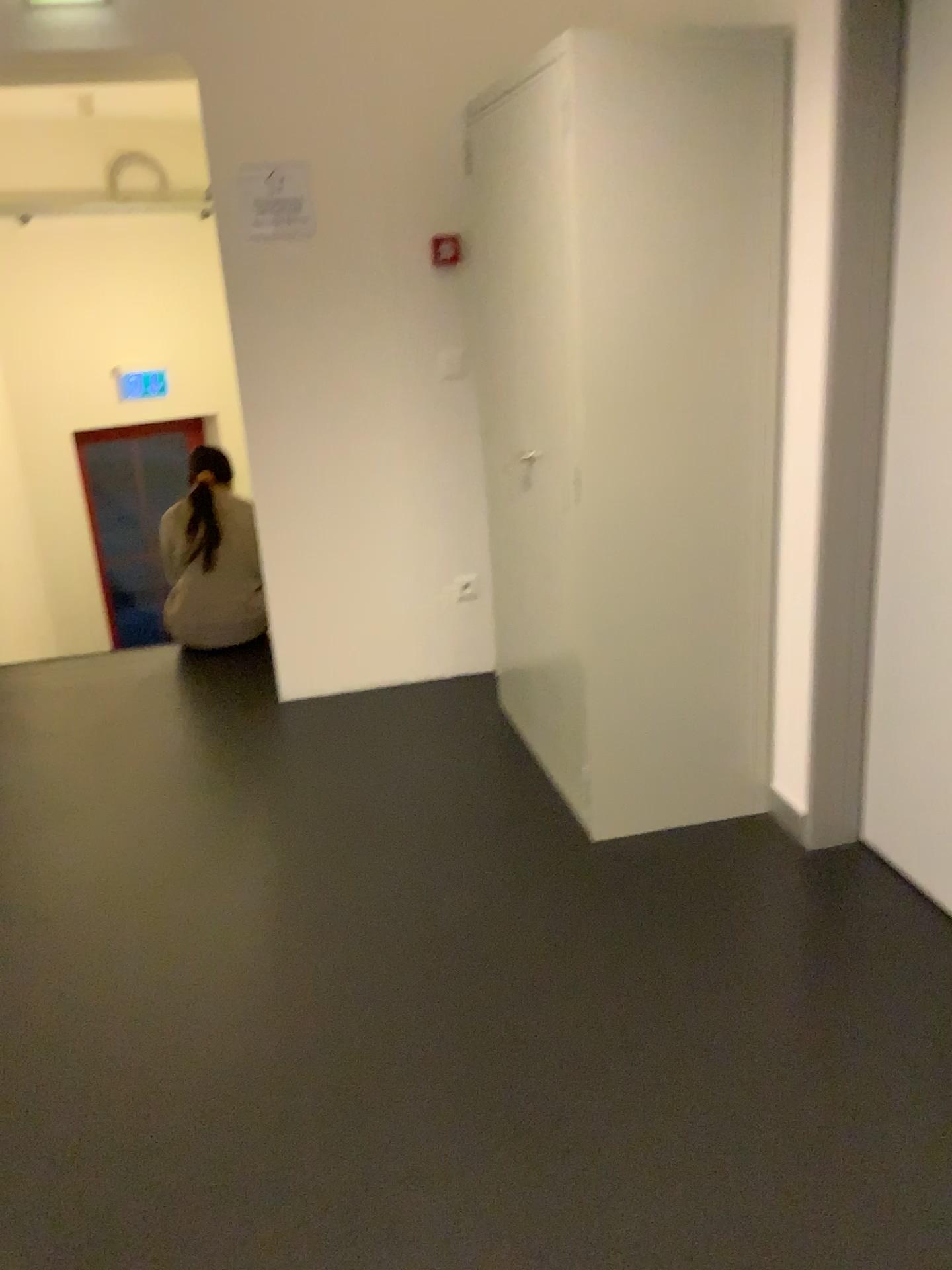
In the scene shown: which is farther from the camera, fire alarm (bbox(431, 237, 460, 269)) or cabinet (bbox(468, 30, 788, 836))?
fire alarm (bbox(431, 237, 460, 269))

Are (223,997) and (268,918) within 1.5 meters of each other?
yes

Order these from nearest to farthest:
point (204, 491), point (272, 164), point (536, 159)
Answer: point (536, 159)
point (272, 164)
point (204, 491)

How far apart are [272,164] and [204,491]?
1.5m

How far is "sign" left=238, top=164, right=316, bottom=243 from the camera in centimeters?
335cm

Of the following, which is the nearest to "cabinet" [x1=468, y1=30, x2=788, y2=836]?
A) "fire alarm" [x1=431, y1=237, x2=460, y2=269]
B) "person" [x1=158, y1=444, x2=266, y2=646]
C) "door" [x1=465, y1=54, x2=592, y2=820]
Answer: "door" [x1=465, y1=54, x2=592, y2=820]

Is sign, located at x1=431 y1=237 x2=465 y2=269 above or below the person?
A: above

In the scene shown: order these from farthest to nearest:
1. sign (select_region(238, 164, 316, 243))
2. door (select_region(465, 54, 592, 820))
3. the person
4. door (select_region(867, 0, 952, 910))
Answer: the person
sign (select_region(238, 164, 316, 243))
door (select_region(465, 54, 592, 820))
door (select_region(867, 0, 952, 910))

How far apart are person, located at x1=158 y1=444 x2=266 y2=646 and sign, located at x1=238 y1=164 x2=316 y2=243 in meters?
1.2 m

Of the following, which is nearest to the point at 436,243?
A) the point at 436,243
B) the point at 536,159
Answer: the point at 436,243
